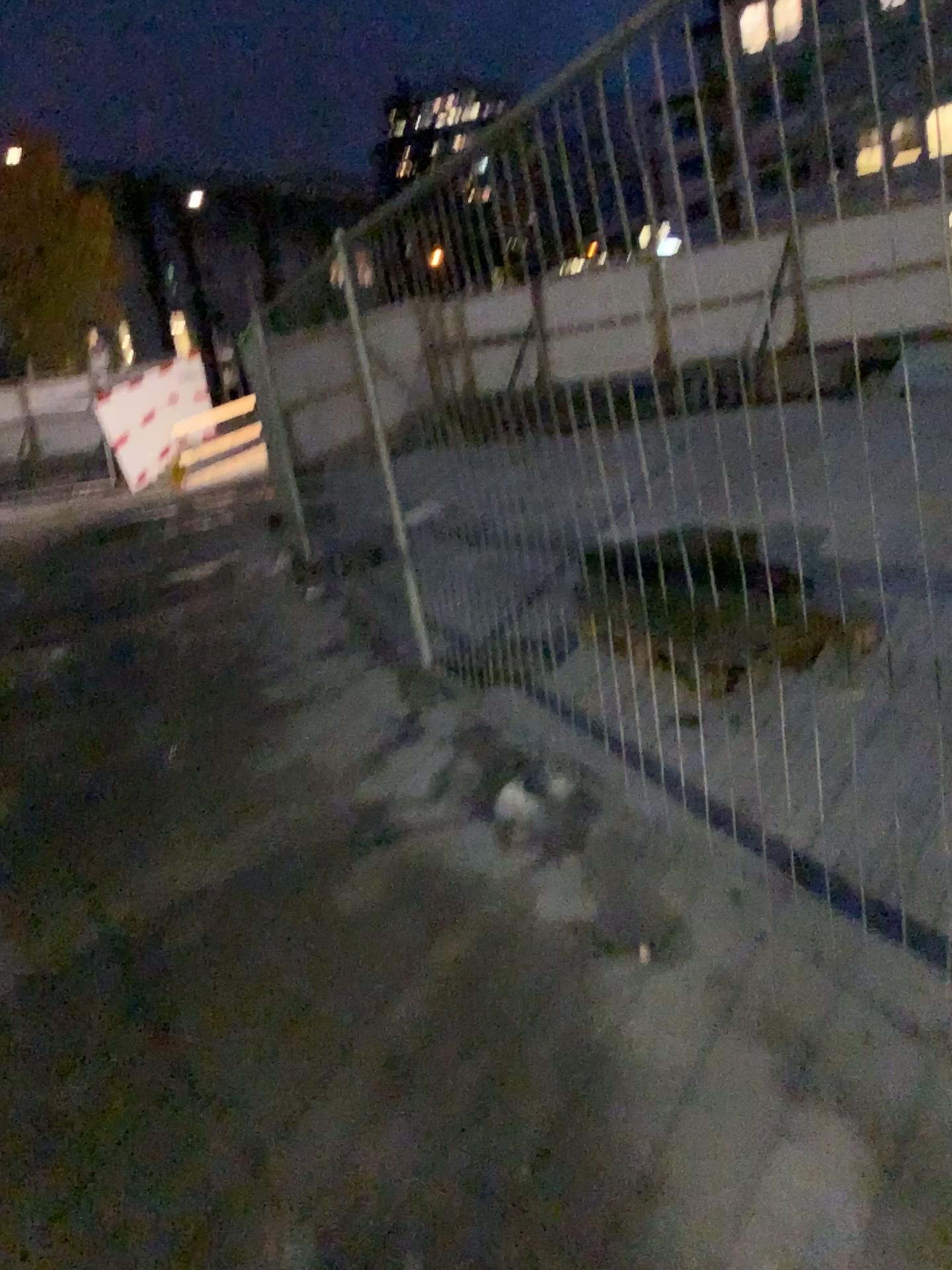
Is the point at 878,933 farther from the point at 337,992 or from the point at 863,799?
the point at 337,992
